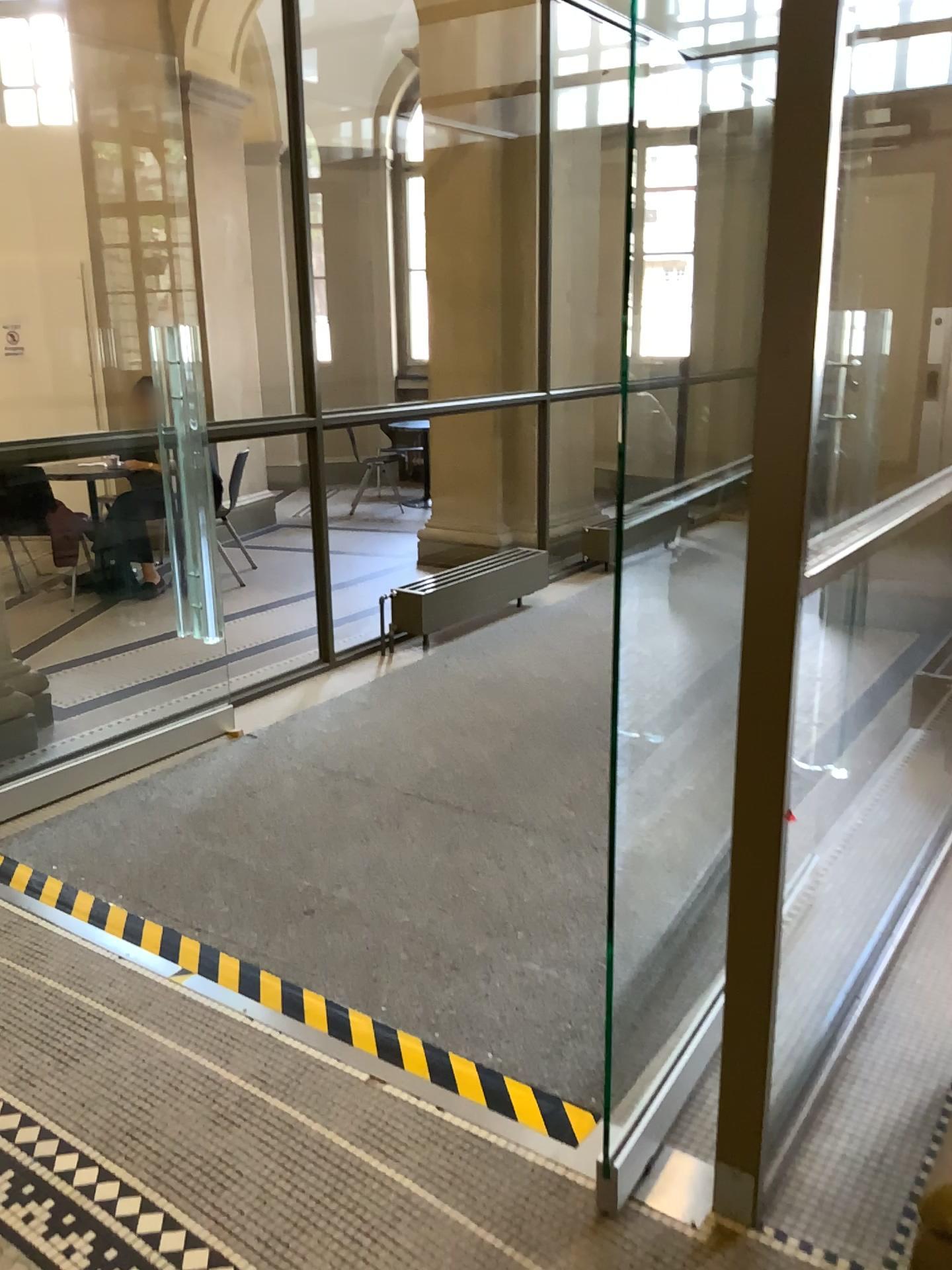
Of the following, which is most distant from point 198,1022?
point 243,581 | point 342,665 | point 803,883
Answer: point 243,581
